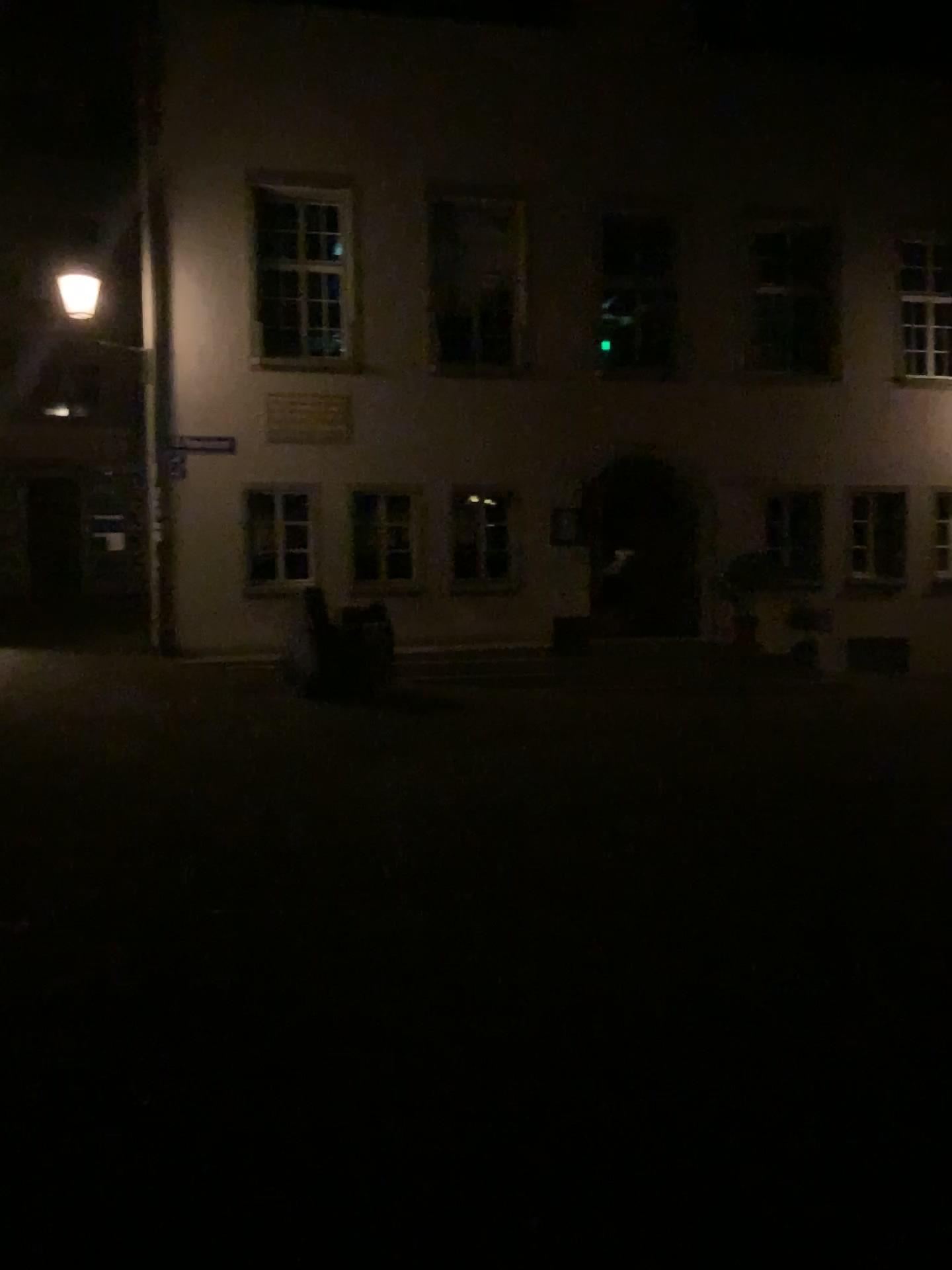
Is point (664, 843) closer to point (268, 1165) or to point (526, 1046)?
point (526, 1046)
